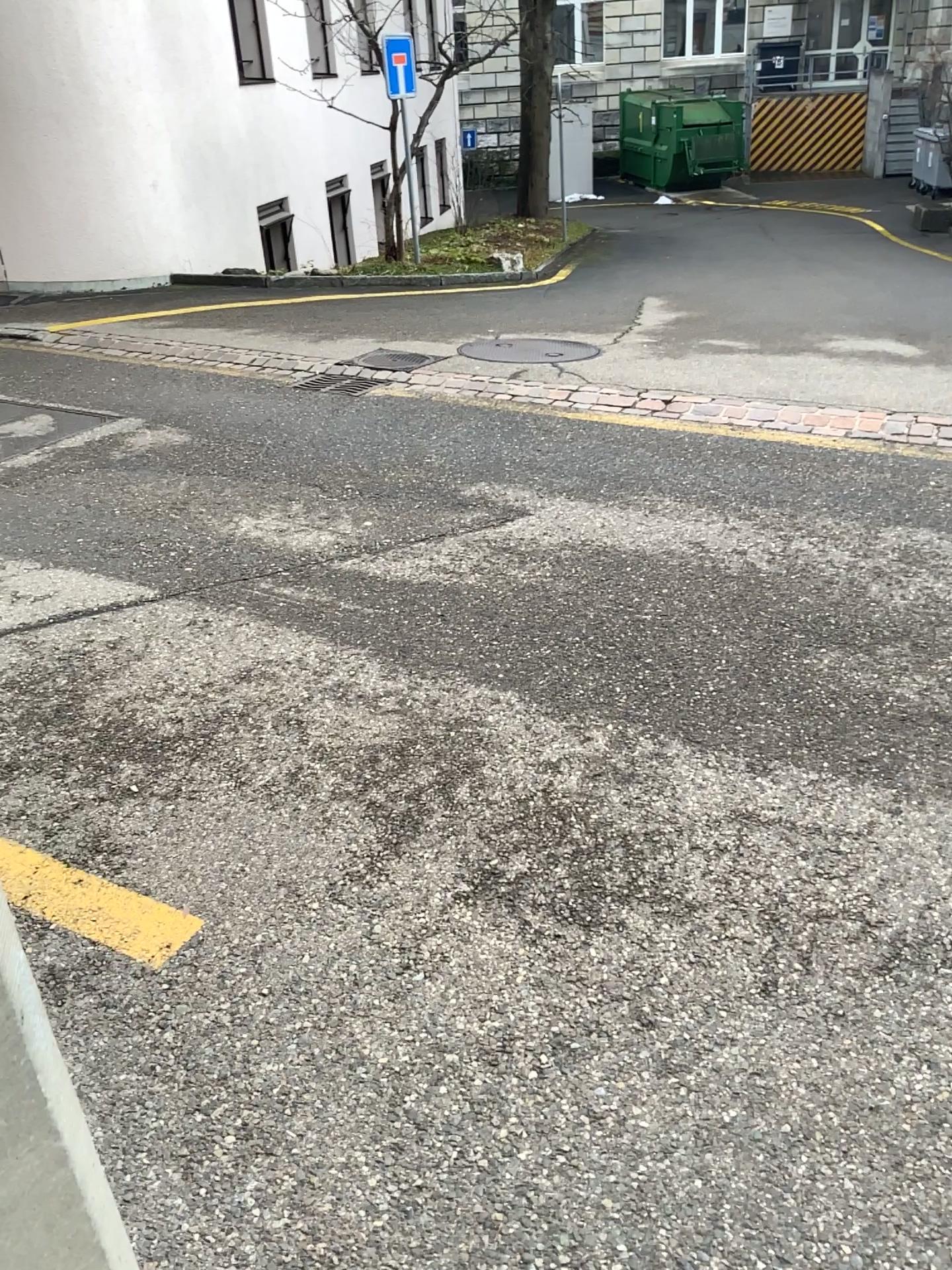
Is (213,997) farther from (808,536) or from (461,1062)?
(808,536)
